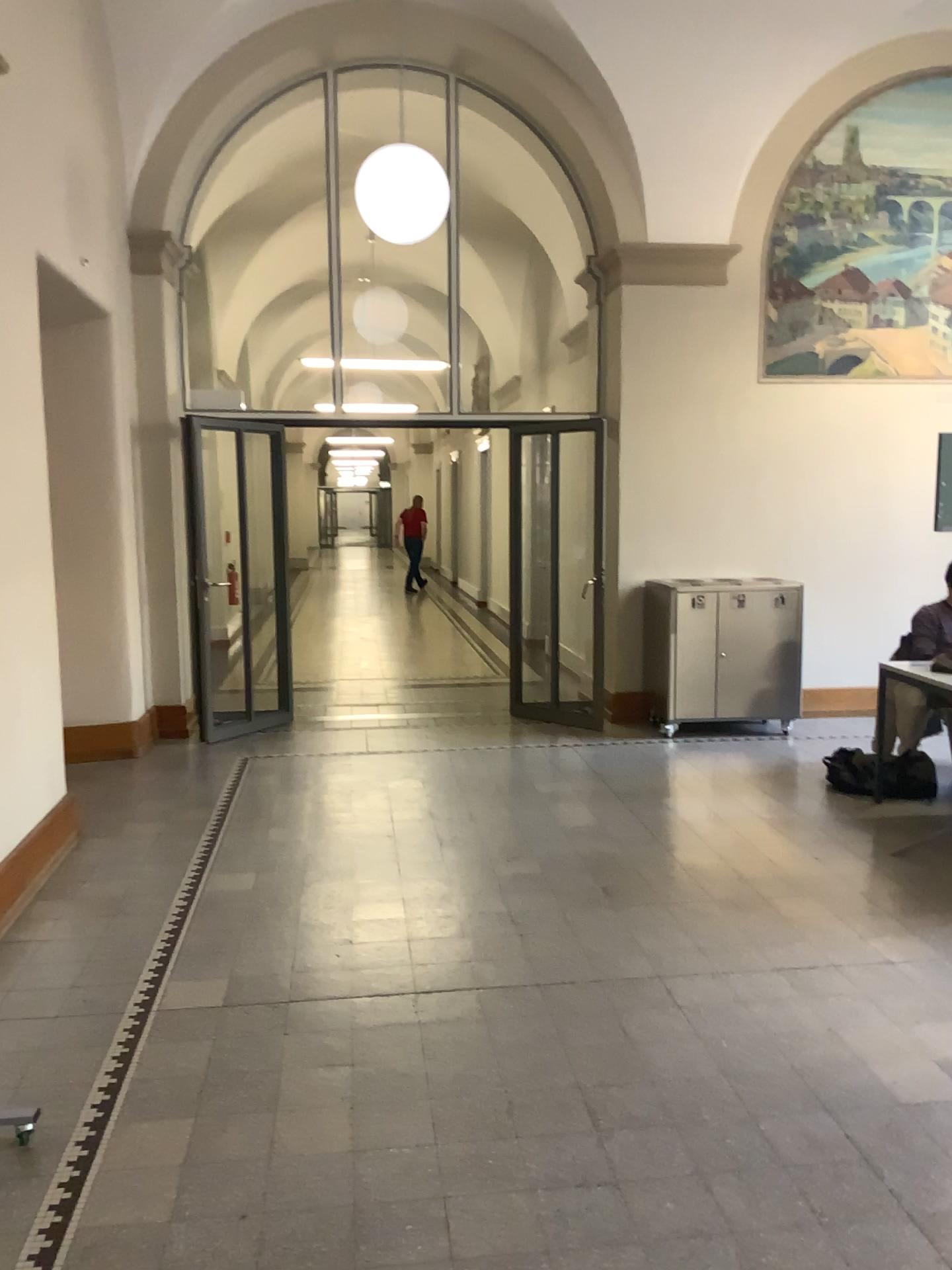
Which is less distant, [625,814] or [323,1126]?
[323,1126]
